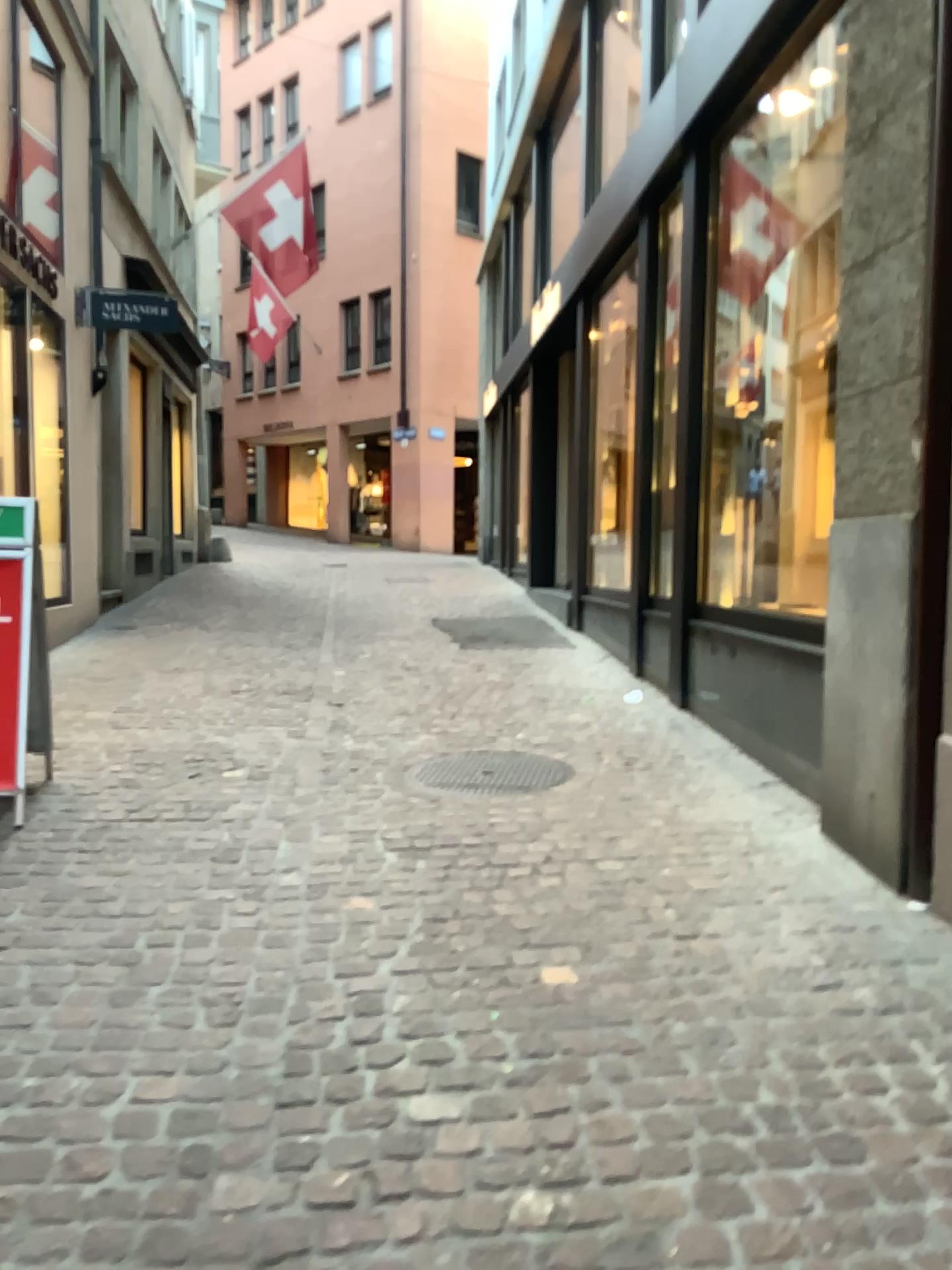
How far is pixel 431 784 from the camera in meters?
4.3 m

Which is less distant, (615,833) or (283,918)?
(283,918)

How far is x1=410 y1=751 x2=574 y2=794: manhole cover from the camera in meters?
4.3
